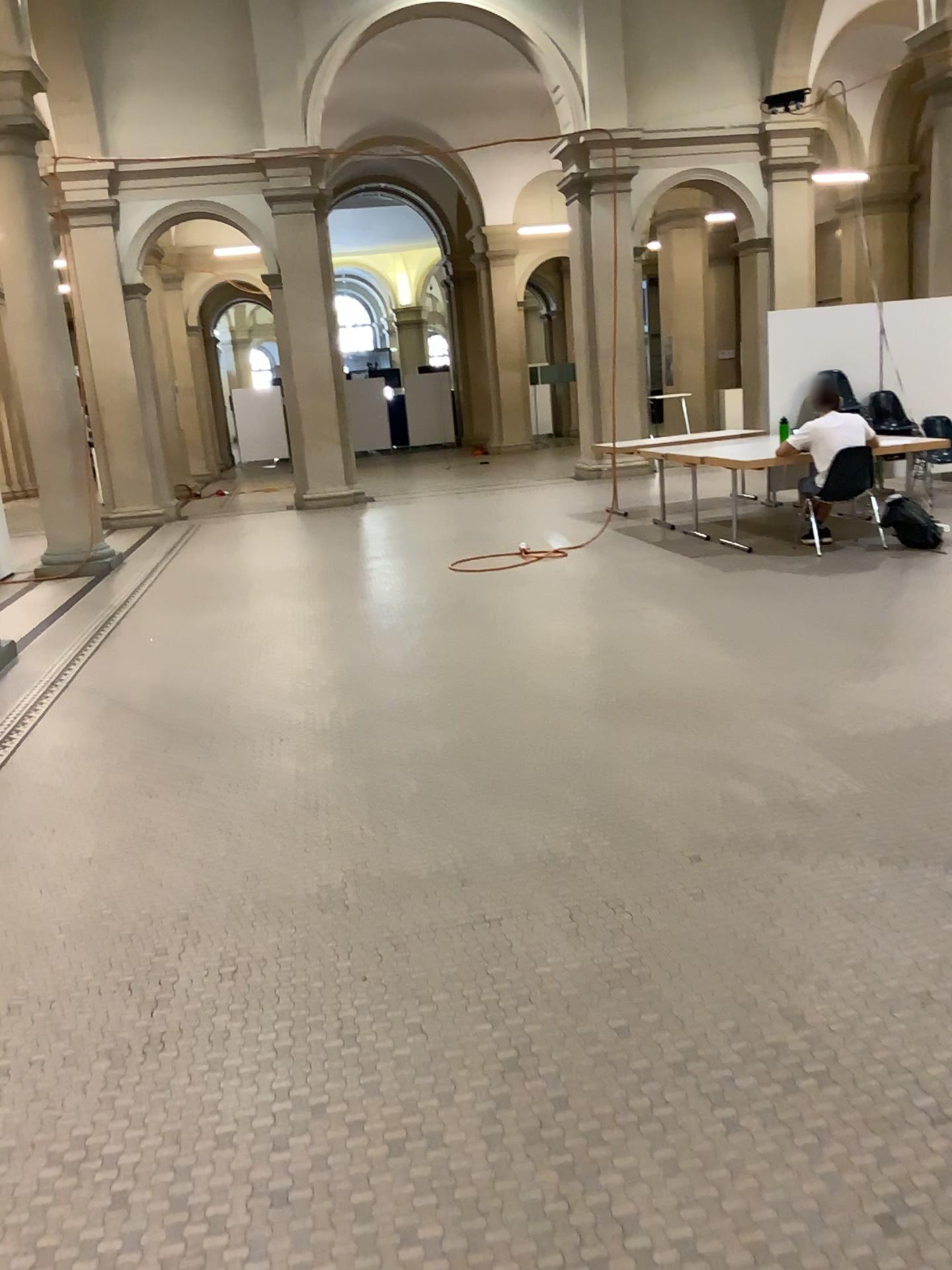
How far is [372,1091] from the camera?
2.3m
